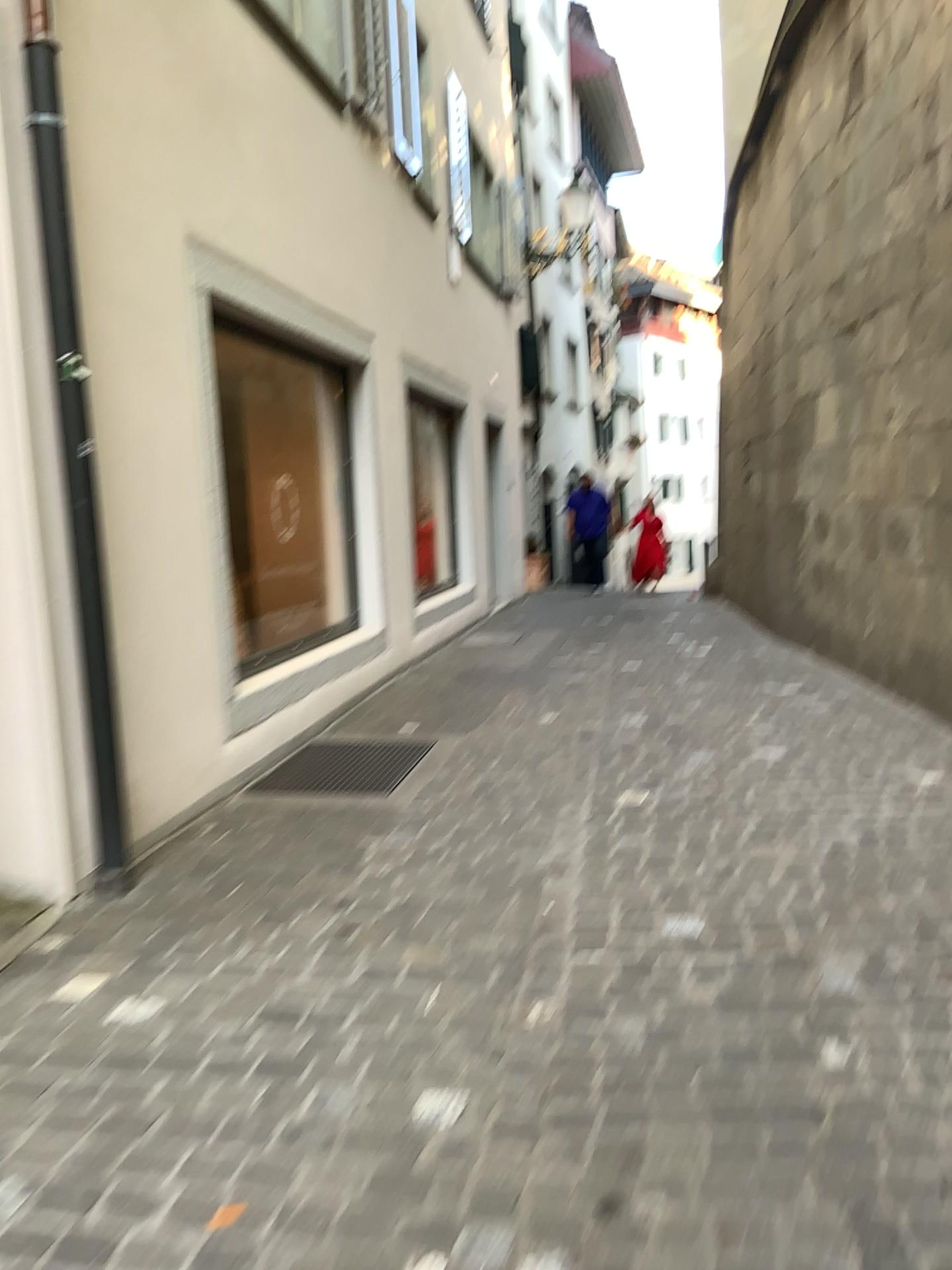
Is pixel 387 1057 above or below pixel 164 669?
below

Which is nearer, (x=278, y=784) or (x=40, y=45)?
(x=40, y=45)

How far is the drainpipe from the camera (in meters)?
3.24

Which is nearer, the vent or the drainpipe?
the drainpipe

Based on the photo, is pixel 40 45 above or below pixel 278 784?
above

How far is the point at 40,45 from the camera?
3.2 meters
